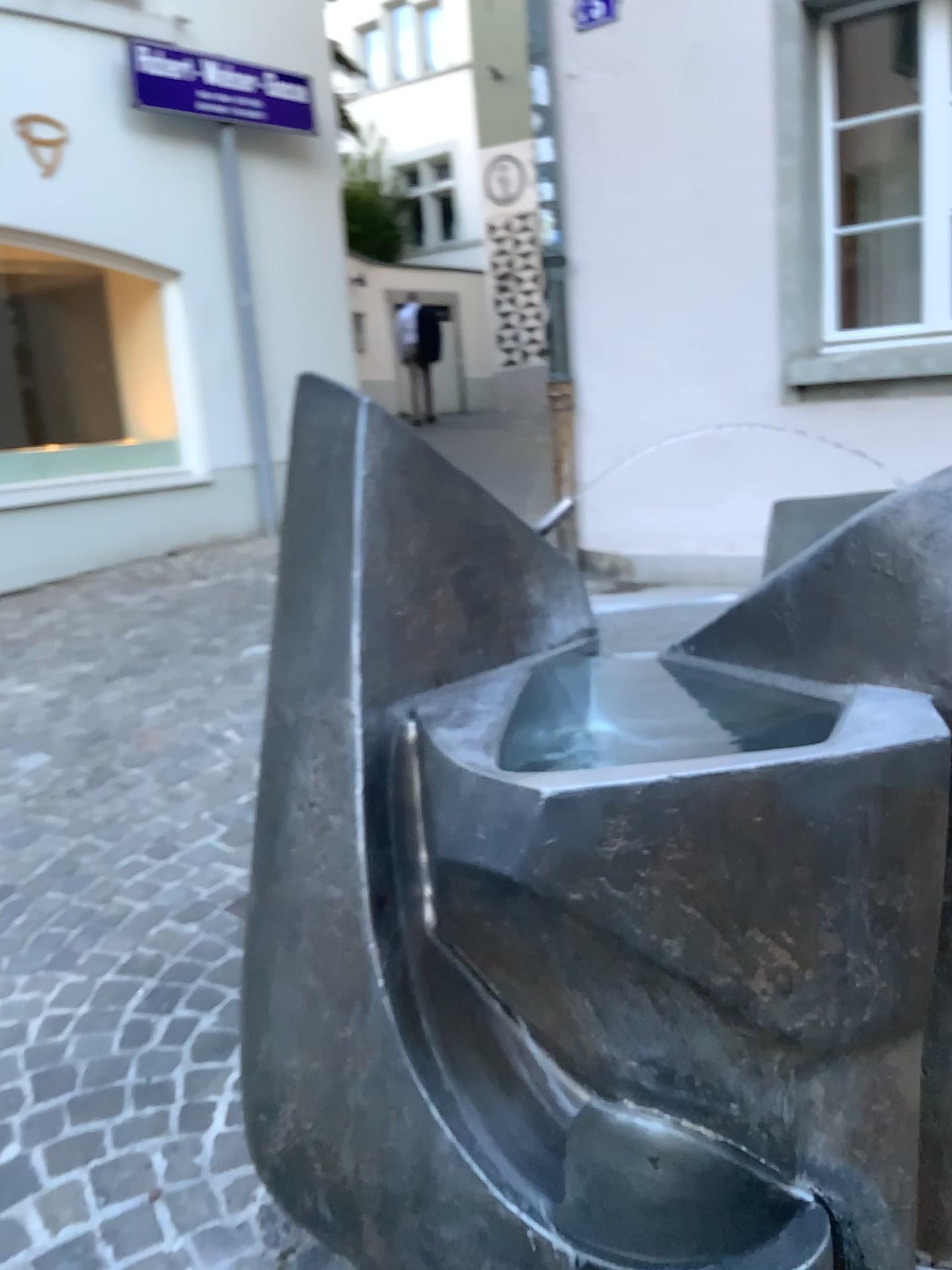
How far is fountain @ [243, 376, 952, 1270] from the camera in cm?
104

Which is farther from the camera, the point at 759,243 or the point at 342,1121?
the point at 759,243

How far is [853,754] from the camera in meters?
1.0
